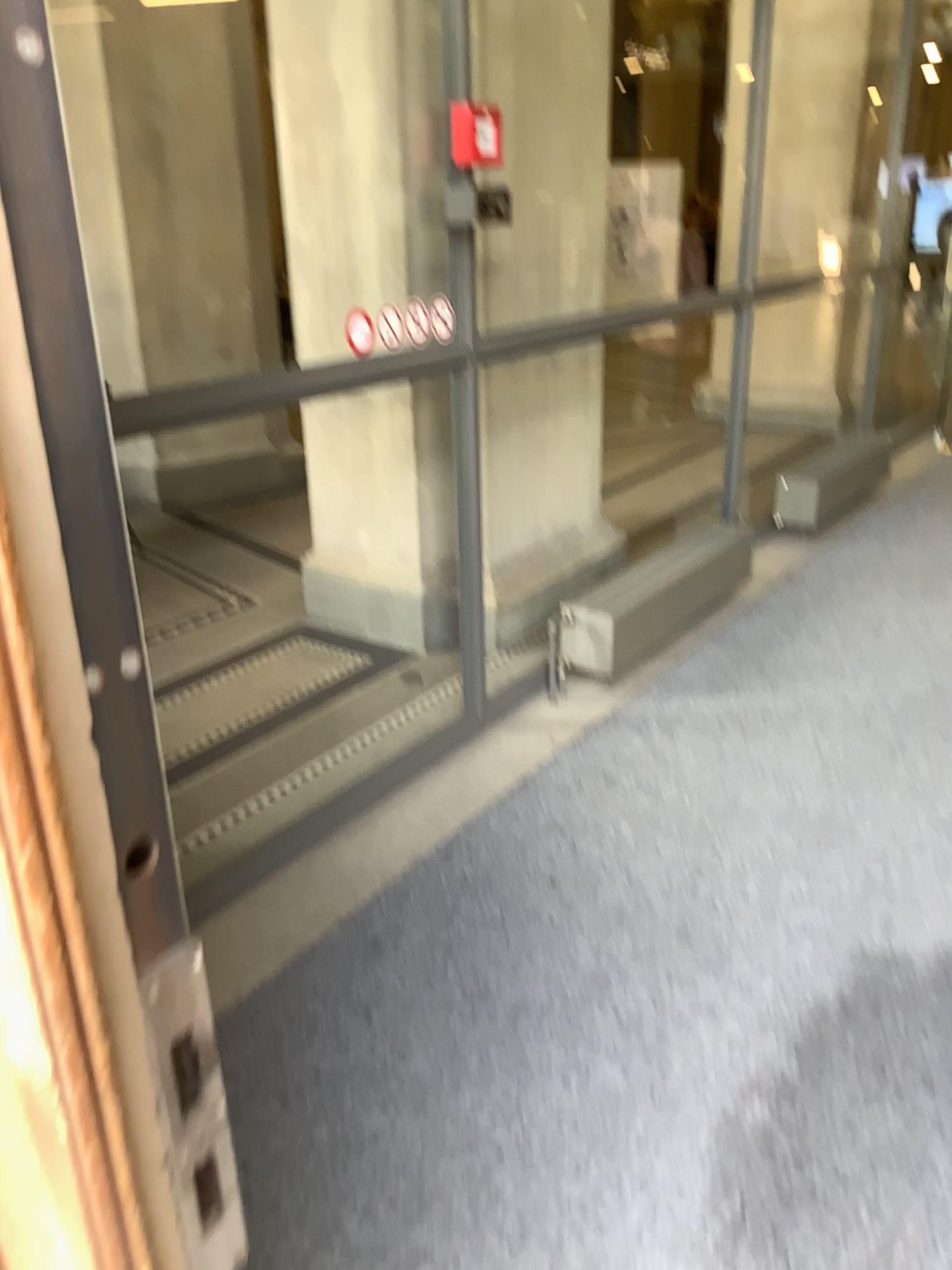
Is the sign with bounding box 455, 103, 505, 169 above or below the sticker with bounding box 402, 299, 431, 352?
above

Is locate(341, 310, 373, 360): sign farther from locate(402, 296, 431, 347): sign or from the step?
the step

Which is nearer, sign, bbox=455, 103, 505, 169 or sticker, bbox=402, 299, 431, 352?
sign, bbox=455, 103, 505, 169

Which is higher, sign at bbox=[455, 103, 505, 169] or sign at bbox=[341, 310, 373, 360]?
sign at bbox=[455, 103, 505, 169]

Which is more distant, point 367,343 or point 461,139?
point 367,343

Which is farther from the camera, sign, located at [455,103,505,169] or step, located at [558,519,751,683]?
step, located at [558,519,751,683]

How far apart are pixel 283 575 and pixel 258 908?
2.6m

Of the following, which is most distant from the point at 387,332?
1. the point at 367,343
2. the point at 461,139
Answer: the point at 461,139

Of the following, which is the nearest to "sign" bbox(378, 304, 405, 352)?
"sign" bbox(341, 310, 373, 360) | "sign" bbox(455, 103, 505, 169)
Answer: "sign" bbox(341, 310, 373, 360)

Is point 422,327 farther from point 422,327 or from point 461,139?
point 461,139
